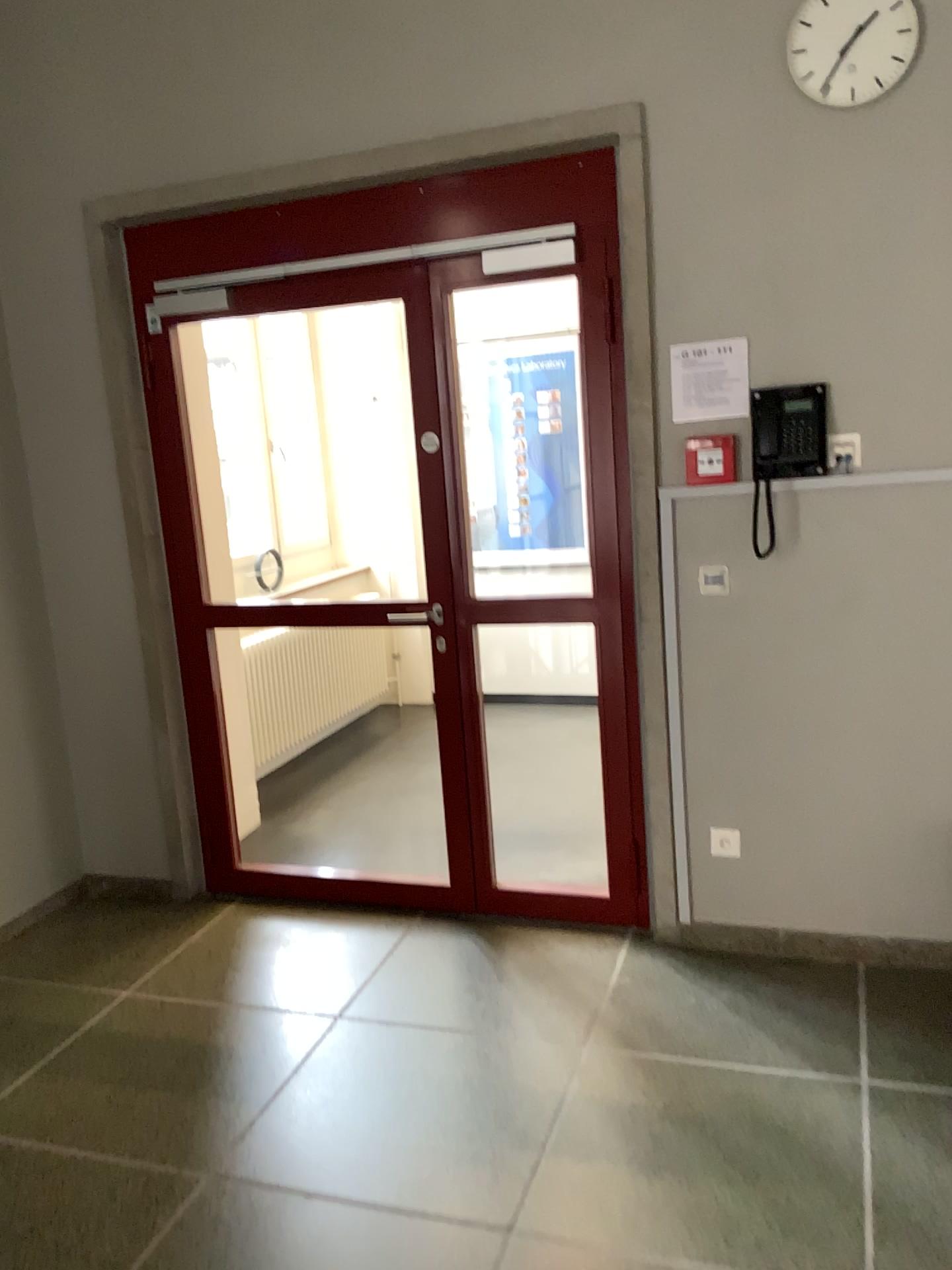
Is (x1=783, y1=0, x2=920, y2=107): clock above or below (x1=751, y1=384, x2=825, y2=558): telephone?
above

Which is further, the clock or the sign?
the sign

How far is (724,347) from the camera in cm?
296

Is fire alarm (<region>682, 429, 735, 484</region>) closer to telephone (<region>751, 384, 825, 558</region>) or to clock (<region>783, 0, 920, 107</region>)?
telephone (<region>751, 384, 825, 558</region>)

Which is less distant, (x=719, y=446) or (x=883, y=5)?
(x=883, y=5)

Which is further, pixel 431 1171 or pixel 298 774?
pixel 298 774

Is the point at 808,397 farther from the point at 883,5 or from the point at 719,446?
the point at 883,5

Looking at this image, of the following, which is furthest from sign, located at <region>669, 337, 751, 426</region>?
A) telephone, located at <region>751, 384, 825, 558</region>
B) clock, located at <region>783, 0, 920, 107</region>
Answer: clock, located at <region>783, 0, 920, 107</region>

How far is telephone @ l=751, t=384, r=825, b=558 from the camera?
2.88m

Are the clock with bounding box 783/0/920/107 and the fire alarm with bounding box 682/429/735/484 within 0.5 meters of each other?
no
